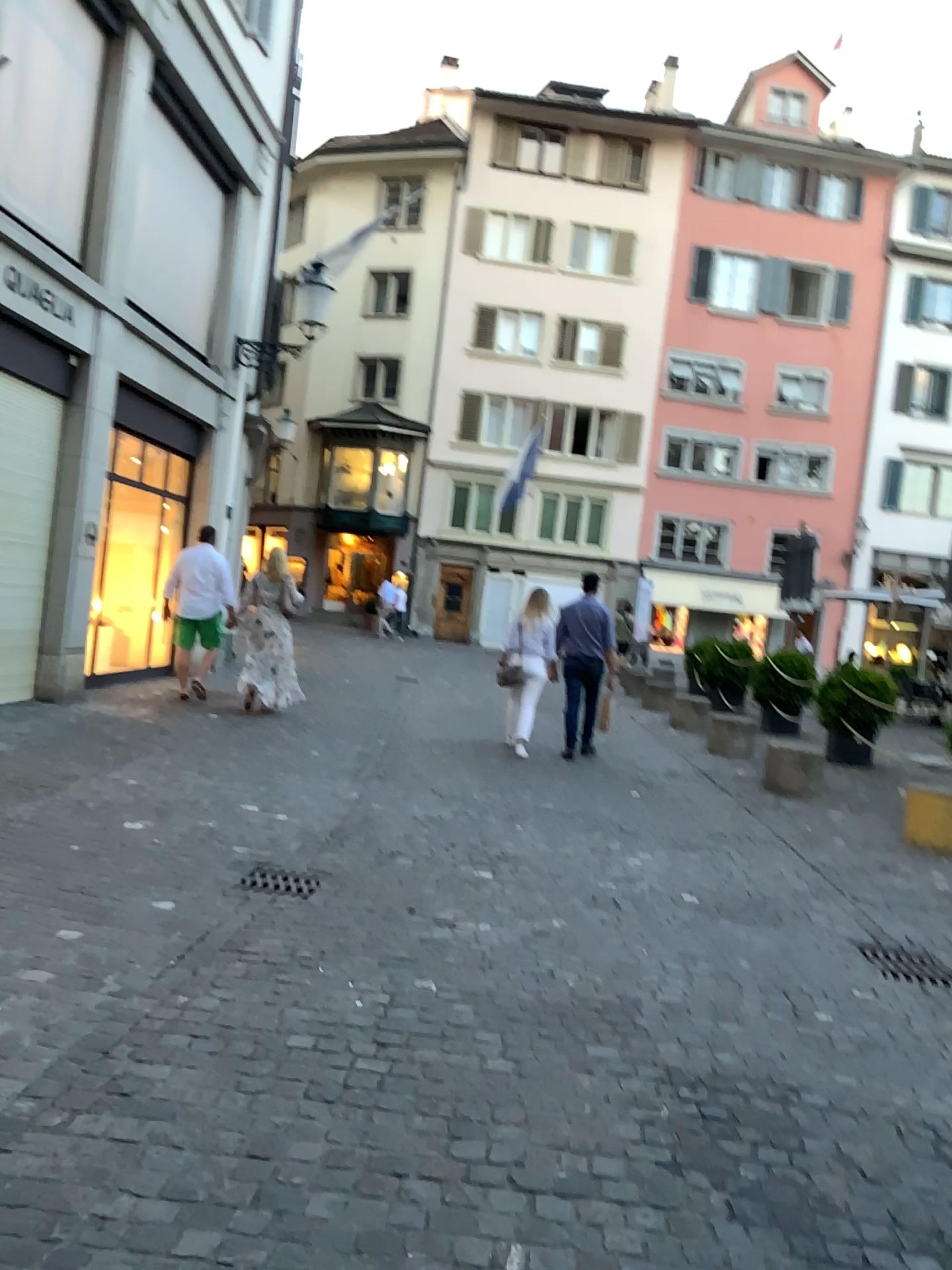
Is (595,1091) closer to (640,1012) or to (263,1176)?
(640,1012)
